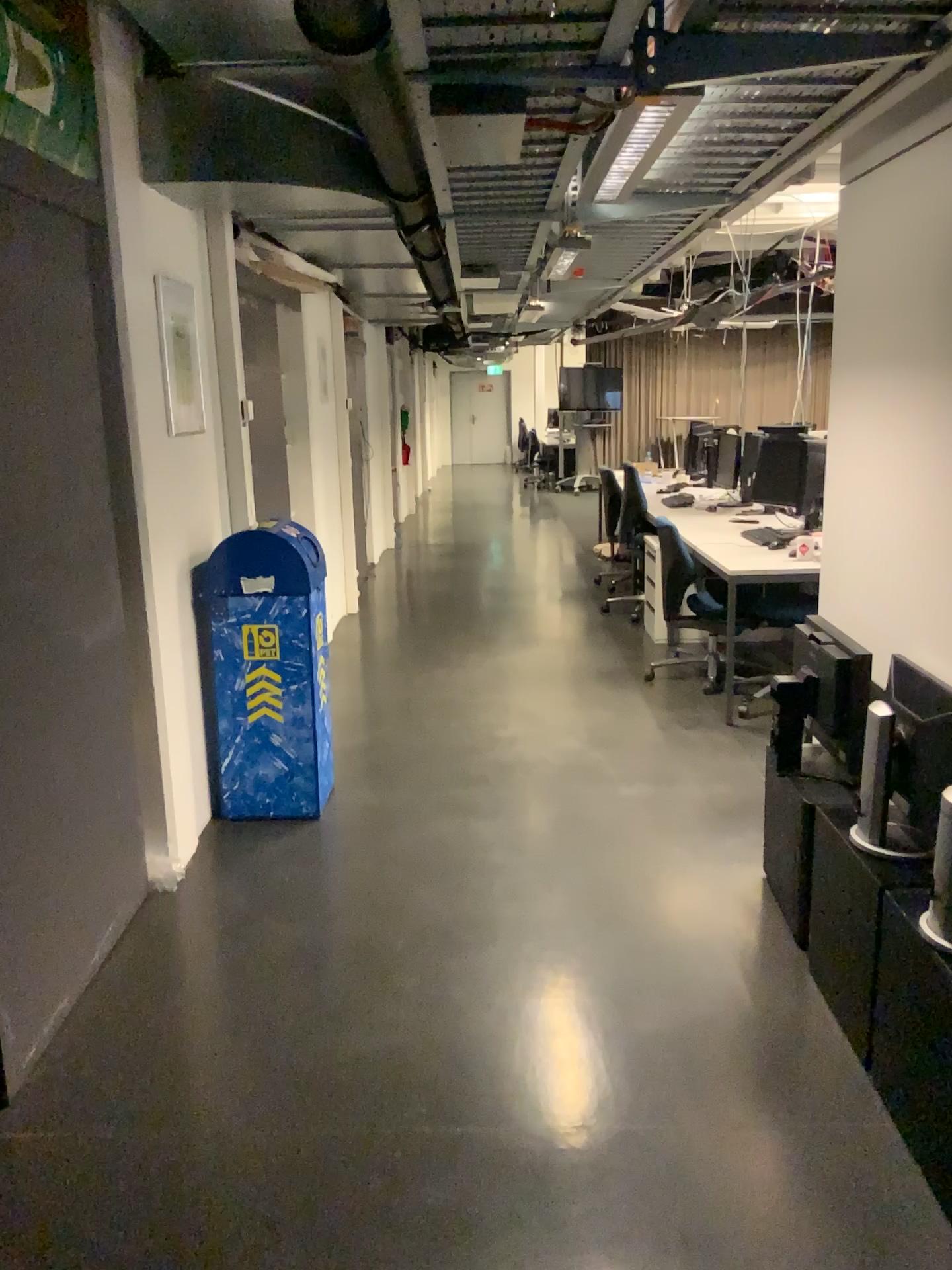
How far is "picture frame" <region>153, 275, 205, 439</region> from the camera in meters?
3.5 m

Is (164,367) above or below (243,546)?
above

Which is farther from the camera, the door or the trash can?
the trash can

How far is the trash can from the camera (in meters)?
3.75

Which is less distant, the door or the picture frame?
the door

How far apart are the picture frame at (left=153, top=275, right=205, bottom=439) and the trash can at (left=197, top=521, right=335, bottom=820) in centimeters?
44cm

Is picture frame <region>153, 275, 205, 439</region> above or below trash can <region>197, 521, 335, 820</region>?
above

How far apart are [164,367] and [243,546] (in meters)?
0.66

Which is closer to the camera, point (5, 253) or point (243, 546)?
point (5, 253)

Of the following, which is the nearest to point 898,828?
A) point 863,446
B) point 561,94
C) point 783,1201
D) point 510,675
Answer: point 783,1201
